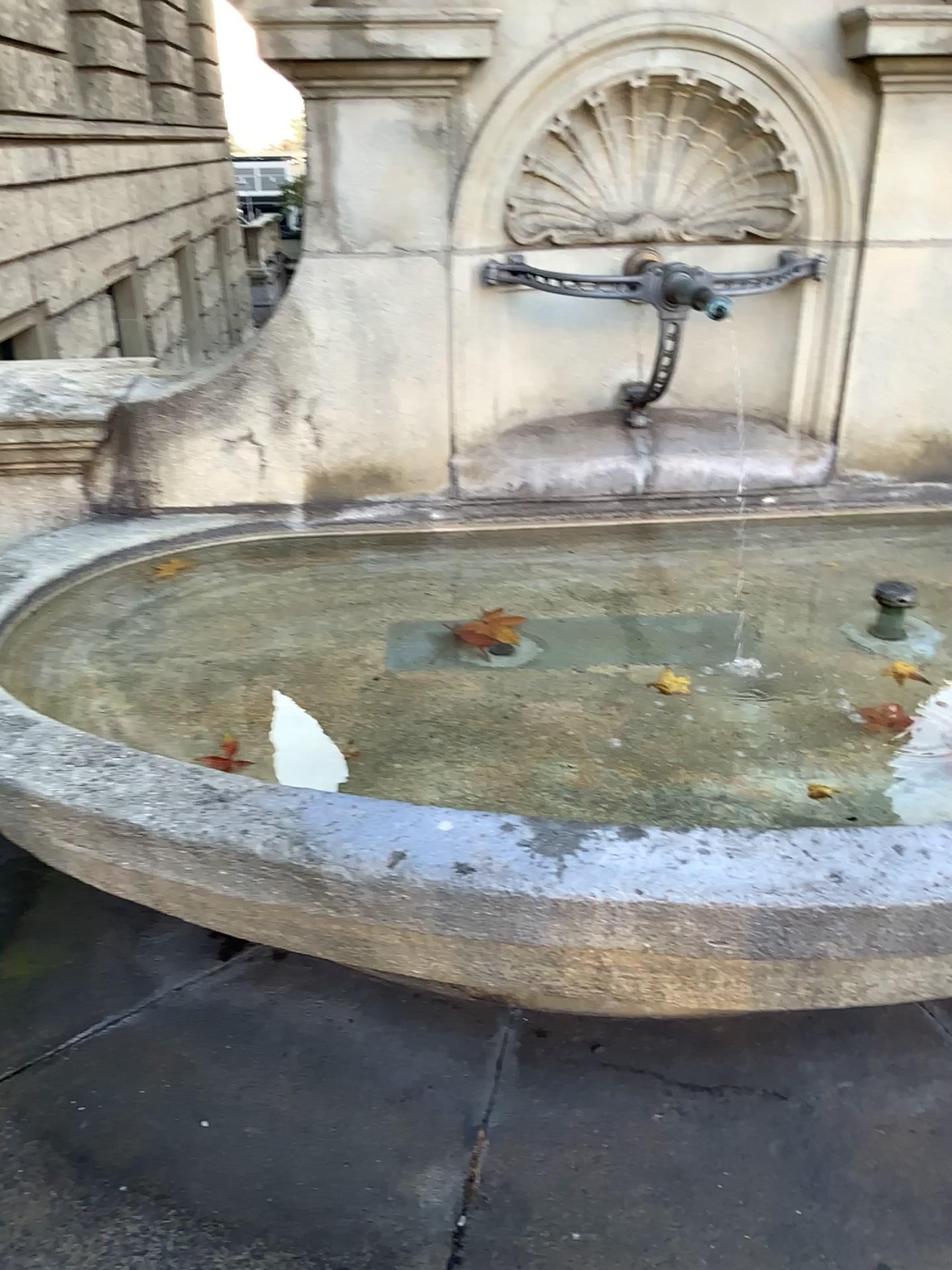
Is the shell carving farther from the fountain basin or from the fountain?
the fountain basin

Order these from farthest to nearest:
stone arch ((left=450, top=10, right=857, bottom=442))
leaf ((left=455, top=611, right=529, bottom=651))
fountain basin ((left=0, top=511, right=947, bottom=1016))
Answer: leaf ((left=455, top=611, right=529, bottom=651)) → stone arch ((left=450, top=10, right=857, bottom=442)) → fountain basin ((left=0, top=511, right=947, bottom=1016))

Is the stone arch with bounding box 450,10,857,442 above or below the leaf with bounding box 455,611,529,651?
above

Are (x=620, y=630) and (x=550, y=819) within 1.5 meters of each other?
yes

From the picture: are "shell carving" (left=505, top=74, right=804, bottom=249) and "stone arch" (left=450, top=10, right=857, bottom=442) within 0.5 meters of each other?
yes

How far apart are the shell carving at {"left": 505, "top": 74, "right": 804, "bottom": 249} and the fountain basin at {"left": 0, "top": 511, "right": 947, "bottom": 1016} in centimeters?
141cm

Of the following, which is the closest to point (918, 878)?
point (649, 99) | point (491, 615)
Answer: point (491, 615)

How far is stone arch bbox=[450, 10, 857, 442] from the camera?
2.14m

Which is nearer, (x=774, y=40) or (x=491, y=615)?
(x=774, y=40)

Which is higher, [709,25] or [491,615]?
[709,25]
